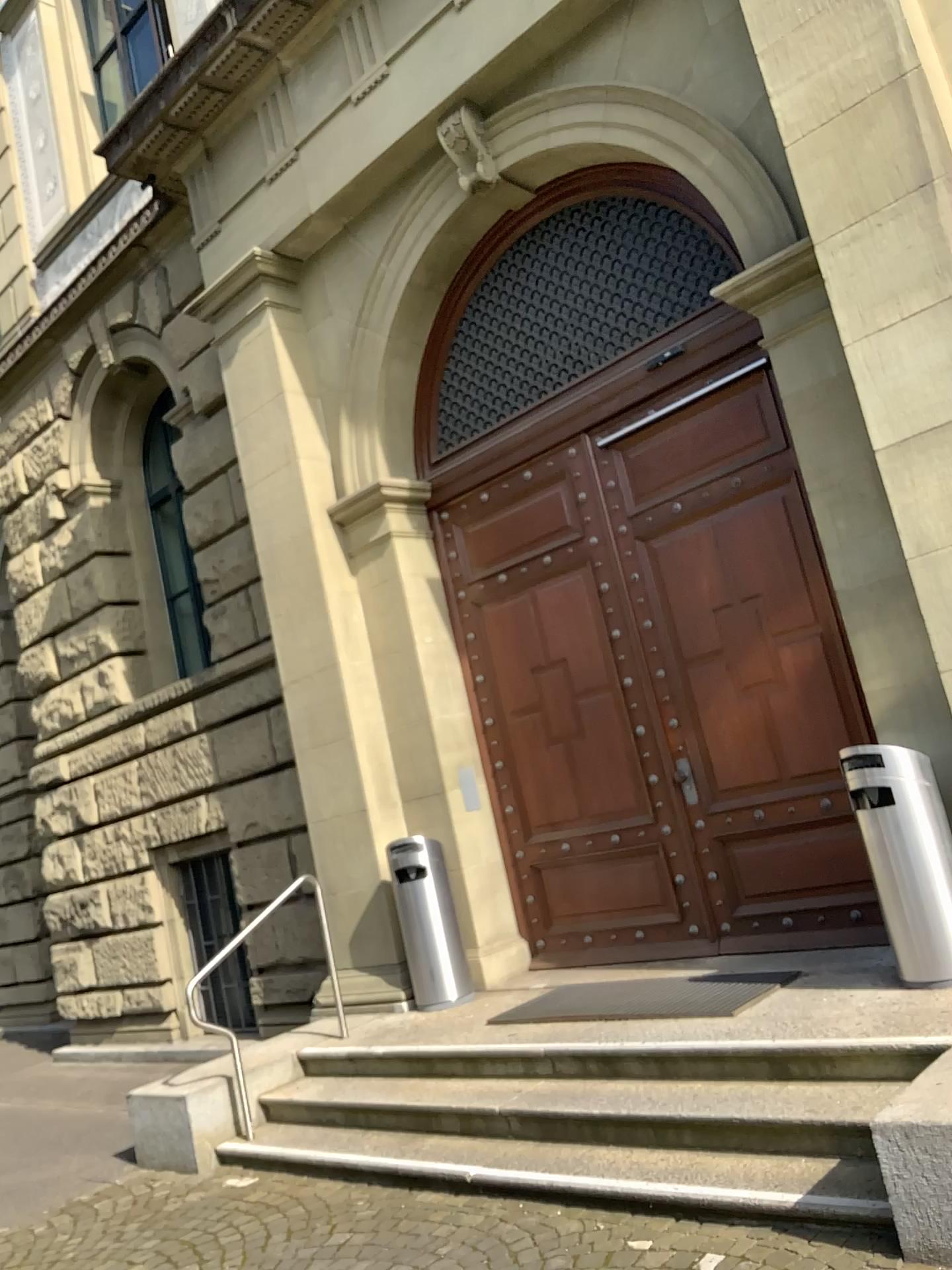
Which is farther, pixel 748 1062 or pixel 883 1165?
pixel 748 1062
